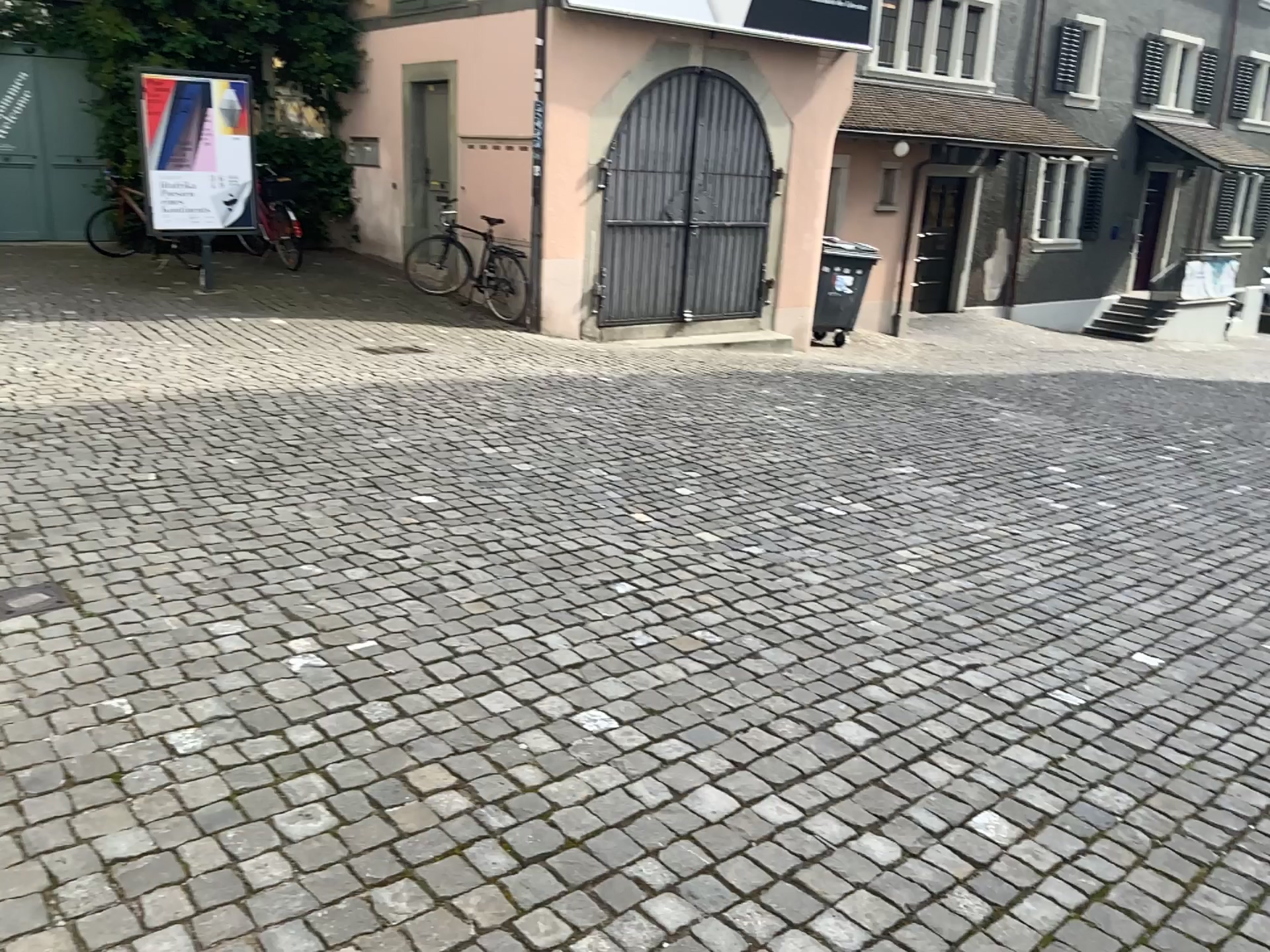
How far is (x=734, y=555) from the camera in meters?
4.3 m
